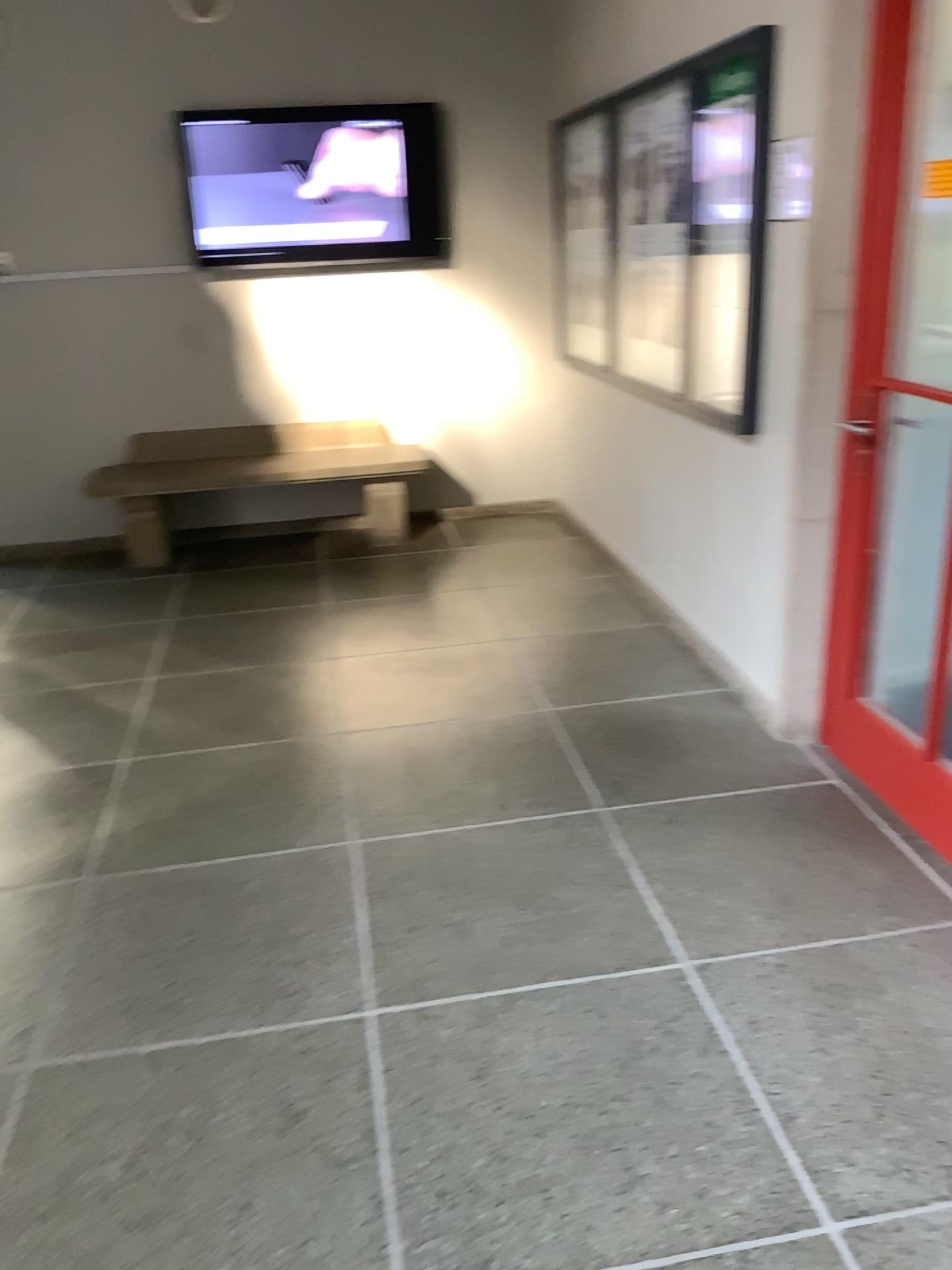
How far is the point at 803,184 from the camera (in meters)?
2.74

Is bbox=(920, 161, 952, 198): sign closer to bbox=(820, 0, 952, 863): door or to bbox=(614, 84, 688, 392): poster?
bbox=(820, 0, 952, 863): door

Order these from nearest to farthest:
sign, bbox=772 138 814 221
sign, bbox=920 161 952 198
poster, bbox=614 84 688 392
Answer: sign, bbox=920 161 952 198, sign, bbox=772 138 814 221, poster, bbox=614 84 688 392

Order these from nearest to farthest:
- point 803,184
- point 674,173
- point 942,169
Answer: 1. point 942,169
2. point 803,184
3. point 674,173

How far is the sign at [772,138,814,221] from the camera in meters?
2.7

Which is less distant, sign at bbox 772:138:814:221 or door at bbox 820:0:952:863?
door at bbox 820:0:952:863

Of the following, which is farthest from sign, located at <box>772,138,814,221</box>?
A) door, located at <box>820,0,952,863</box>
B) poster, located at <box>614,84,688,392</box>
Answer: poster, located at <box>614,84,688,392</box>

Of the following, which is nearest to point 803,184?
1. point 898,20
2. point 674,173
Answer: point 898,20

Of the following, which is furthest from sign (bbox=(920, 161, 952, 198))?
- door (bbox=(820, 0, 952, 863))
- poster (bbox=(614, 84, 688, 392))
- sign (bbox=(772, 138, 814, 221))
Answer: poster (bbox=(614, 84, 688, 392))

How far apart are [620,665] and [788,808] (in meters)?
Result: 1.10
